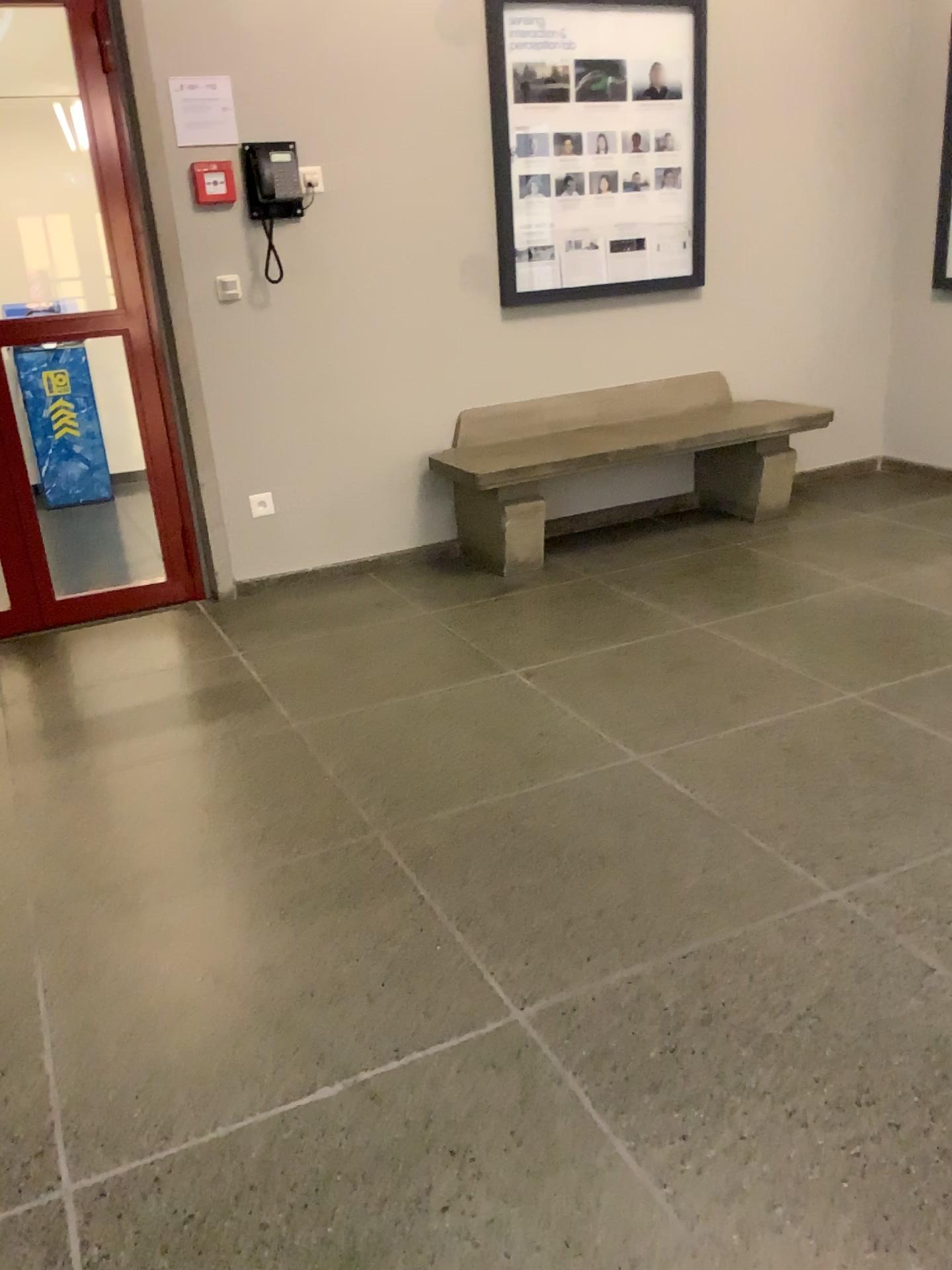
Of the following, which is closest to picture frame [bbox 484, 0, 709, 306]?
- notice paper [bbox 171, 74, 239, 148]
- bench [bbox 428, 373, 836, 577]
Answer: bench [bbox 428, 373, 836, 577]

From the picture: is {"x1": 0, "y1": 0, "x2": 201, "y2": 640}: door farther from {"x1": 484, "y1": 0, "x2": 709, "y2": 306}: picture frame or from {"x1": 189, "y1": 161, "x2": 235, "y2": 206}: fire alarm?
{"x1": 484, "y1": 0, "x2": 709, "y2": 306}: picture frame

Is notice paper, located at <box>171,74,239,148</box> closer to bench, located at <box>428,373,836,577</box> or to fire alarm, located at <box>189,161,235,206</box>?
fire alarm, located at <box>189,161,235,206</box>

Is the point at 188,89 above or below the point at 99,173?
above

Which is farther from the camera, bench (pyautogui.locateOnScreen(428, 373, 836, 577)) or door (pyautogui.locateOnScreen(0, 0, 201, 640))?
bench (pyautogui.locateOnScreen(428, 373, 836, 577))

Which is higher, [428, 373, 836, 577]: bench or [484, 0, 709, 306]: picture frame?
[484, 0, 709, 306]: picture frame

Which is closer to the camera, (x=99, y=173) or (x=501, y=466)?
(x=99, y=173)

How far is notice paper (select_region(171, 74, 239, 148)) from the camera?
3.6m

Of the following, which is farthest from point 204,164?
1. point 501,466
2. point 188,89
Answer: point 501,466

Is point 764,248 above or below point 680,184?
below
